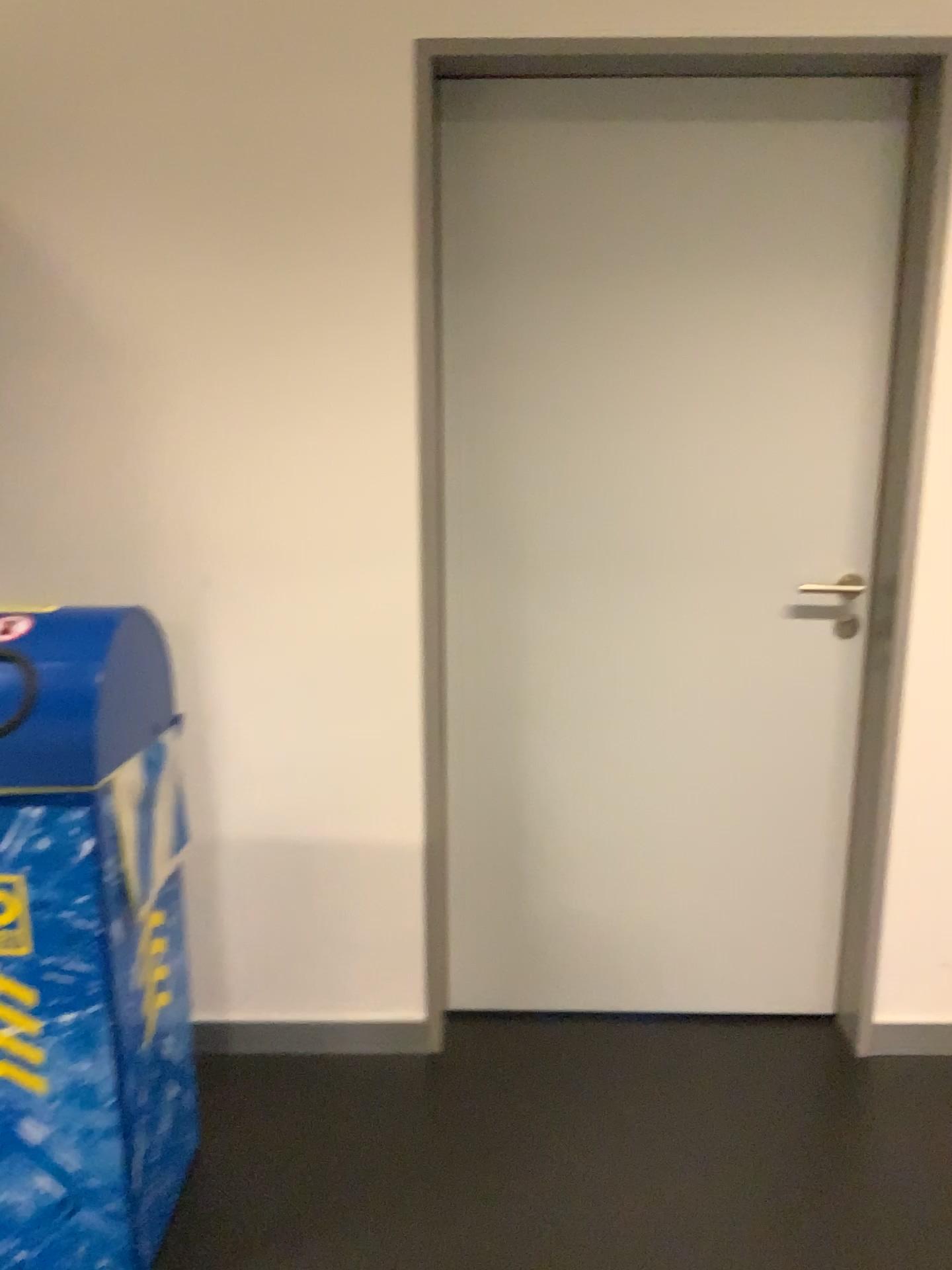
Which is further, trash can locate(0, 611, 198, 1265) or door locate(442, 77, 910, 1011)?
door locate(442, 77, 910, 1011)

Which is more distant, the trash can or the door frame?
the door frame

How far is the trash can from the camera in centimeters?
151cm

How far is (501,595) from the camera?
2.24m

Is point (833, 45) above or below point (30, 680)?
above

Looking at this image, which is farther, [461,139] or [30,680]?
[461,139]

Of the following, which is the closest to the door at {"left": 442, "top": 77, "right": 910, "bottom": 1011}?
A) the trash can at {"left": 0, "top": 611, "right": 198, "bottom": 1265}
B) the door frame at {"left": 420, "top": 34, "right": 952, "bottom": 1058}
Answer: the door frame at {"left": 420, "top": 34, "right": 952, "bottom": 1058}

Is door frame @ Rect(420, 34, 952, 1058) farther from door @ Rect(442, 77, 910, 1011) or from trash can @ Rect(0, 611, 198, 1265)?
trash can @ Rect(0, 611, 198, 1265)

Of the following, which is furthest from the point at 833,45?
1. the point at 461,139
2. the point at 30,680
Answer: the point at 30,680
